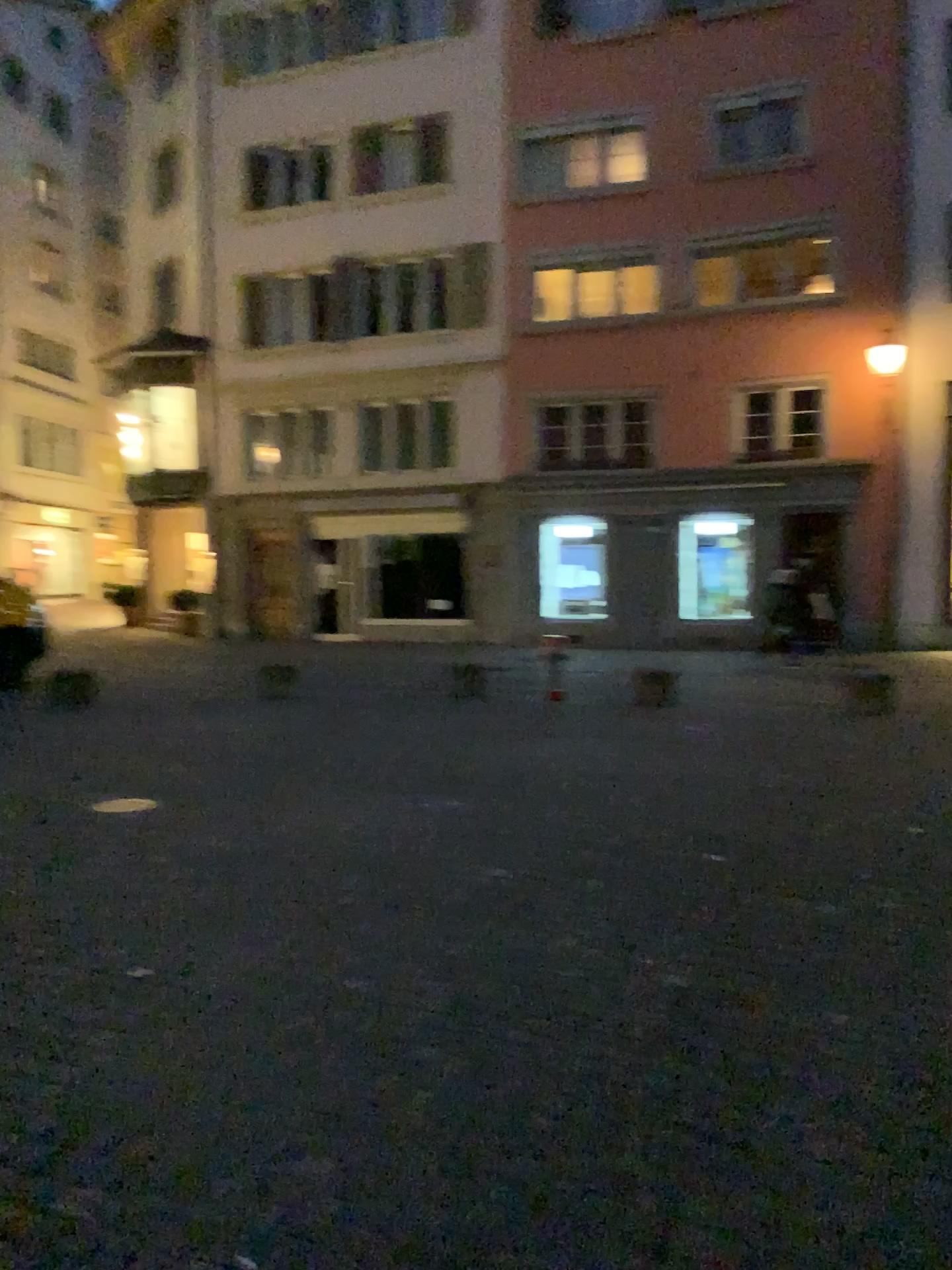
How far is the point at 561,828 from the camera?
5.1 meters
